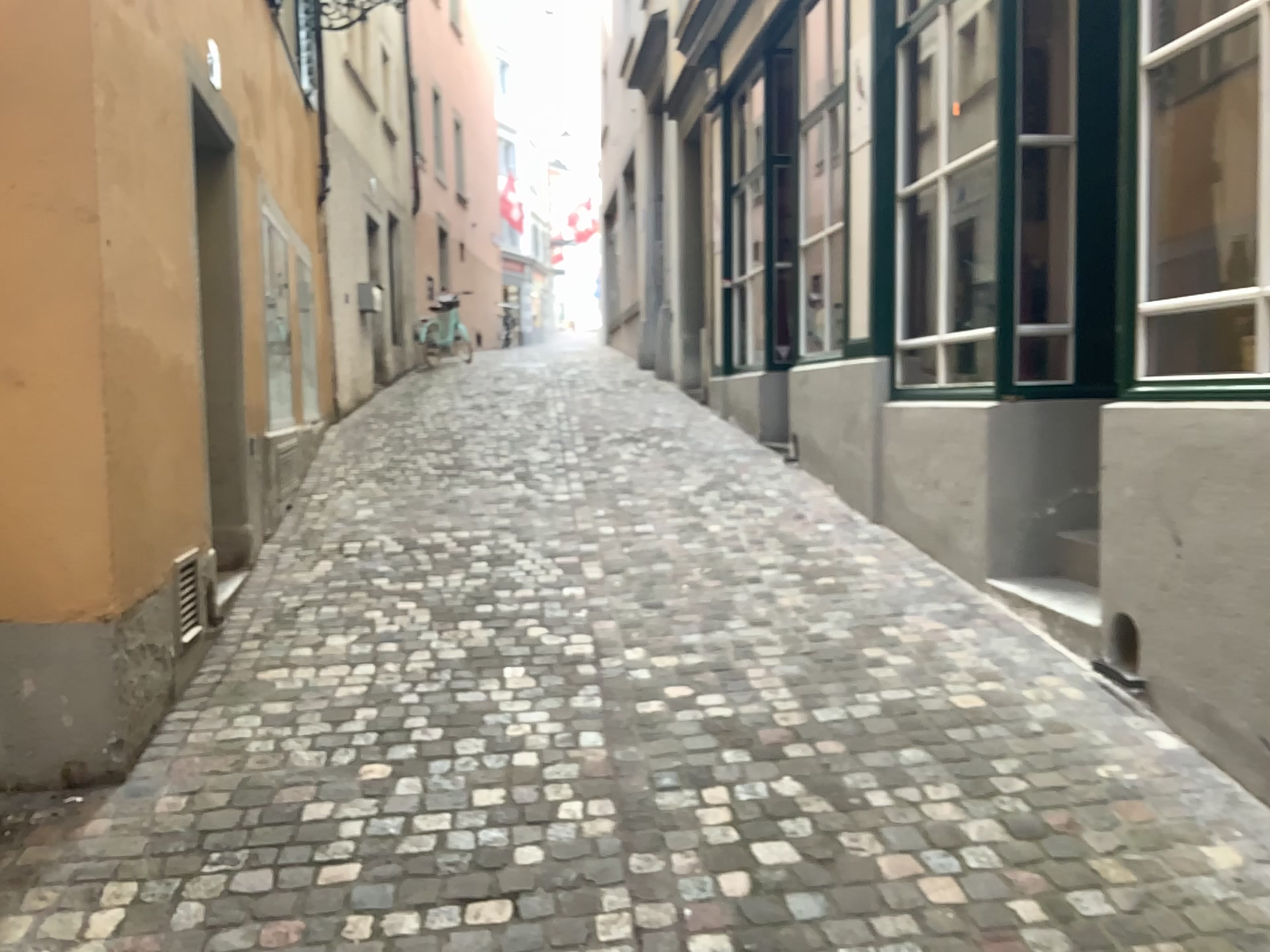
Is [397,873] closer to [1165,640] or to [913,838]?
[913,838]
